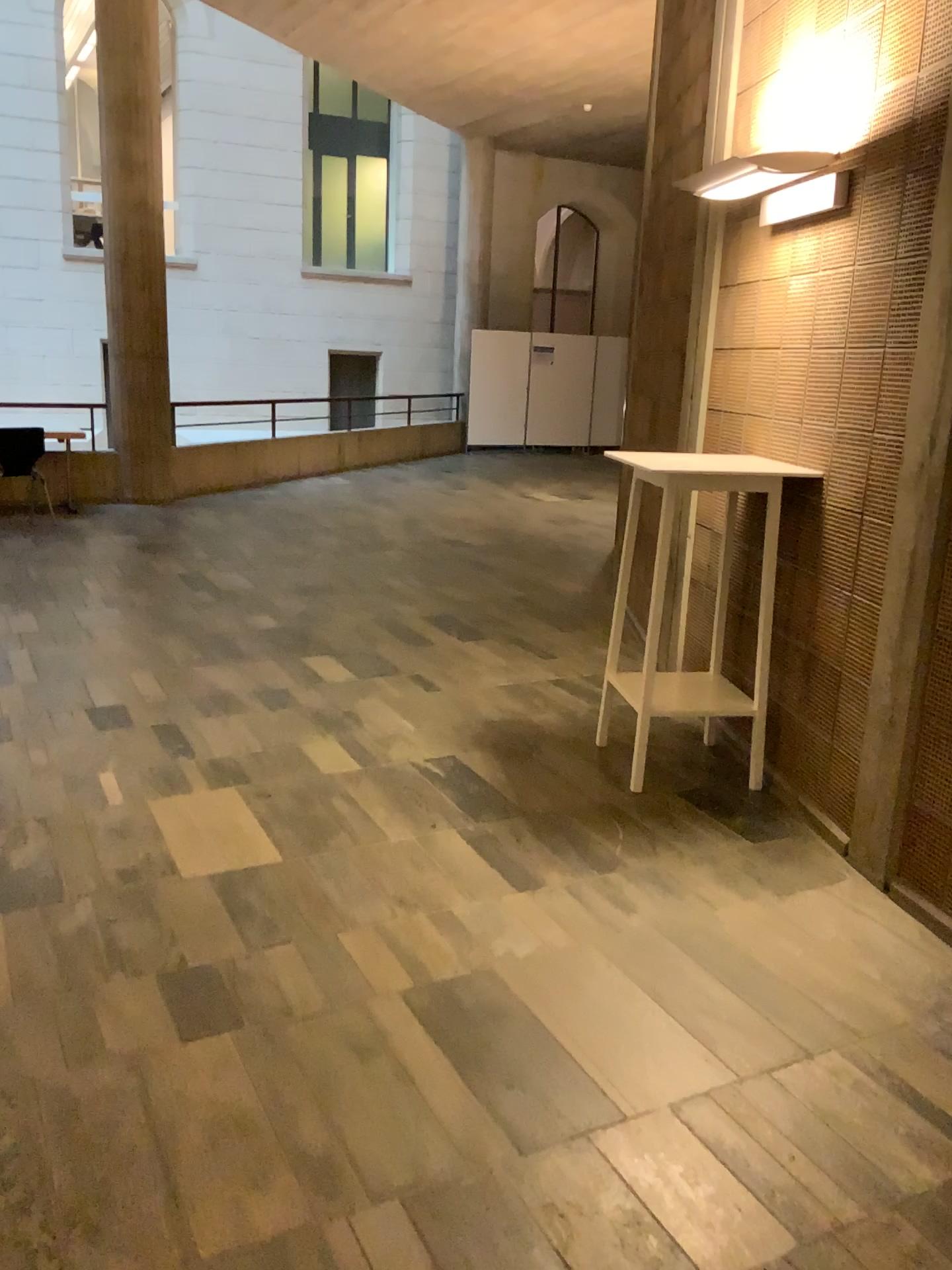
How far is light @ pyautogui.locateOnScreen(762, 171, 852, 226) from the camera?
3.38m

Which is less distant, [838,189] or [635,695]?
[838,189]

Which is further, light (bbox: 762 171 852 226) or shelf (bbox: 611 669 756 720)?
shelf (bbox: 611 669 756 720)

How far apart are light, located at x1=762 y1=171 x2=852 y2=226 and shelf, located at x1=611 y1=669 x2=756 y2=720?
1.65m

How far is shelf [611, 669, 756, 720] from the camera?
3.69m

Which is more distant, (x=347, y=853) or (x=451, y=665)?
(x=451, y=665)

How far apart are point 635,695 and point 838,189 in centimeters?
177cm

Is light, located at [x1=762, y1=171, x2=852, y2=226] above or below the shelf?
above

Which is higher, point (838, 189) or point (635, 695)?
point (838, 189)
